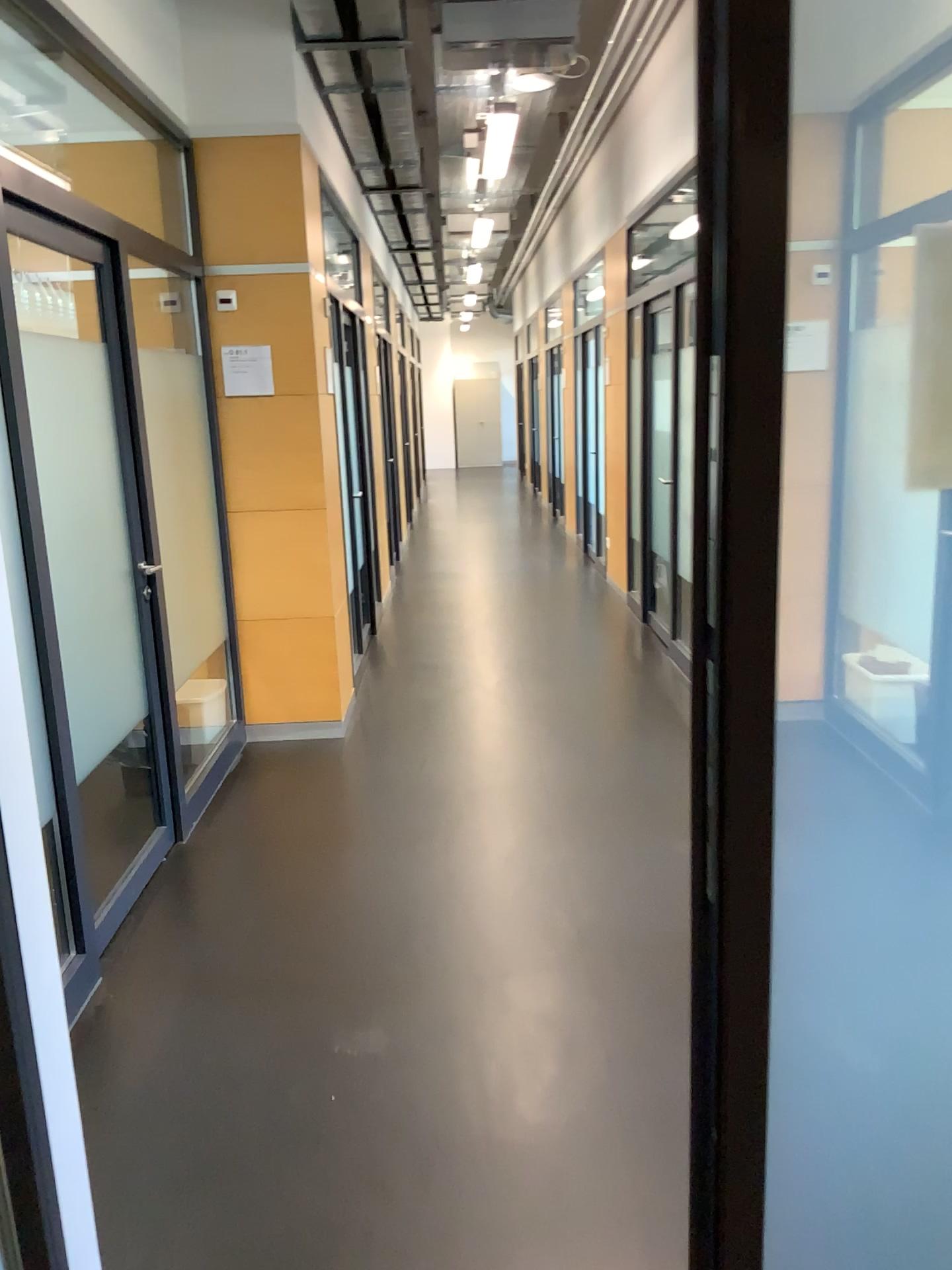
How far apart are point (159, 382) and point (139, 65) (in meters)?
1.31

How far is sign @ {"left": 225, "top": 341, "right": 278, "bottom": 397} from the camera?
4.6 meters

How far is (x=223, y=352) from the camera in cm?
457
